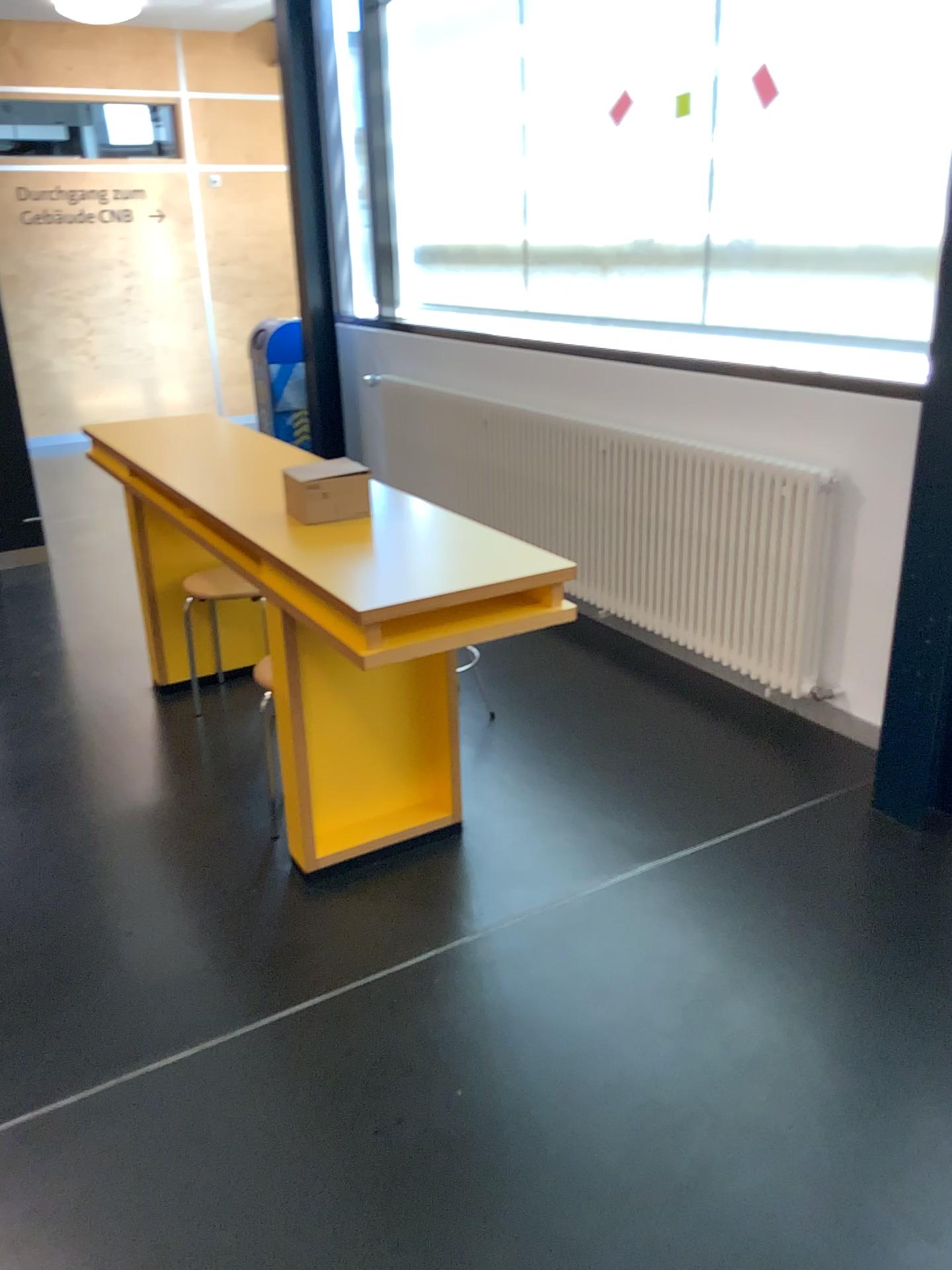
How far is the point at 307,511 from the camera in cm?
256

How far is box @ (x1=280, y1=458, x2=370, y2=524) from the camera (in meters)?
2.56

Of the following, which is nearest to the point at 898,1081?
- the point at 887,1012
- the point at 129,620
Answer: the point at 887,1012
